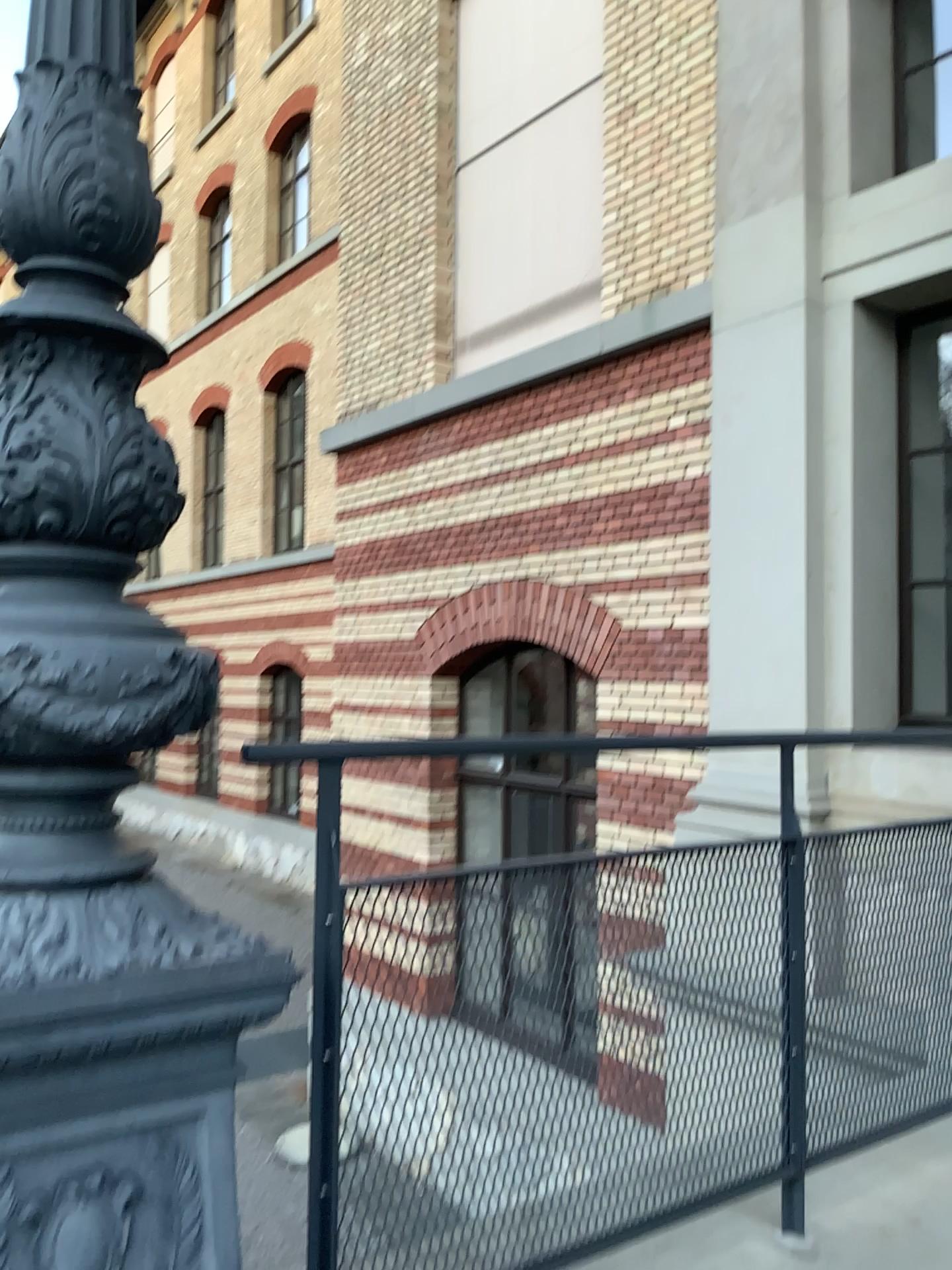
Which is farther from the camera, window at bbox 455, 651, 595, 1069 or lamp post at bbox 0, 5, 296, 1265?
window at bbox 455, 651, 595, 1069

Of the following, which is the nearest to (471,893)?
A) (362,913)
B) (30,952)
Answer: (362,913)

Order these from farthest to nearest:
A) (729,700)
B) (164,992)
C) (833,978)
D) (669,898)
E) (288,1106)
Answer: (729,700), (833,978), (669,898), (288,1106), (164,992)

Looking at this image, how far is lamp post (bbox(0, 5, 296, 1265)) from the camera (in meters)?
1.17

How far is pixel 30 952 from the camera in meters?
1.2 m

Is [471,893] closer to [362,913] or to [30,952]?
[362,913]
